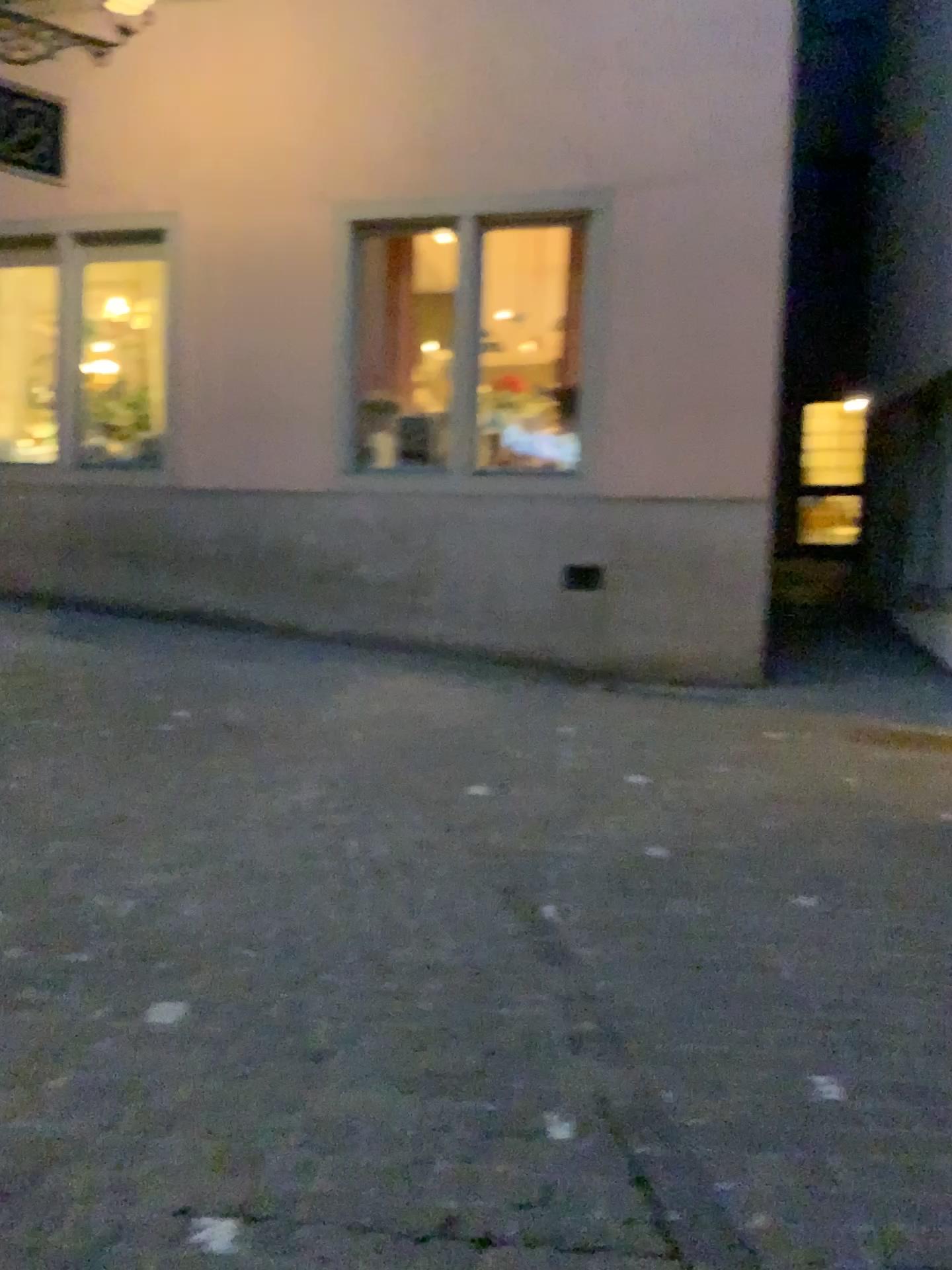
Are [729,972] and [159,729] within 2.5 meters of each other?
no
